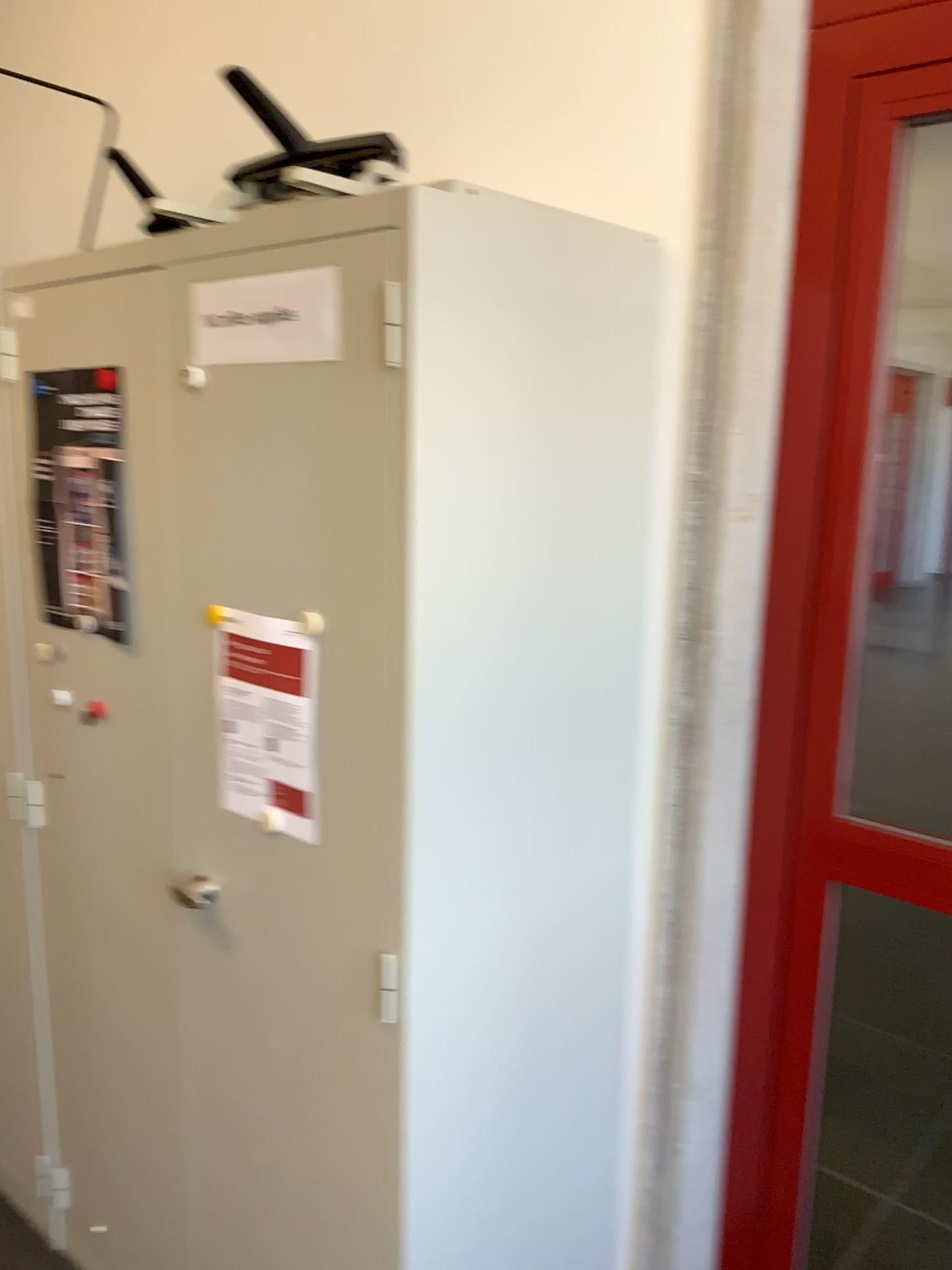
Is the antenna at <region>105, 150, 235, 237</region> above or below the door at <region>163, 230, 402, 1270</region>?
above

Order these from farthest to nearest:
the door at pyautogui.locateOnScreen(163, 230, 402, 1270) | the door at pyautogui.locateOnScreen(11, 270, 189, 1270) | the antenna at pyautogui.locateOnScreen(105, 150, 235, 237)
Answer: the antenna at pyautogui.locateOnScreen(105, 150, 235, 237) < the door at pyautogui.locateOnScreen(11, 270, 189, 1270) < the door at pyautogui.locateOnScreen(163, 230, 402, 1270)

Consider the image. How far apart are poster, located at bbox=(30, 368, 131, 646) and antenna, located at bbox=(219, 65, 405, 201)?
0.3m

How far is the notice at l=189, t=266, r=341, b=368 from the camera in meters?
1.2 m

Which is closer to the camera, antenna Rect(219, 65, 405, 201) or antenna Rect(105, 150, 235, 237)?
antenna Rect(219, 65, 405, 201)

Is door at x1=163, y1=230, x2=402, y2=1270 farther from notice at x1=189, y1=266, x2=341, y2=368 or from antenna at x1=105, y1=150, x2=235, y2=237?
antenna at x1=105, y1=150, x2=235, y2=237

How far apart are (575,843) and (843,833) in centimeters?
38cm

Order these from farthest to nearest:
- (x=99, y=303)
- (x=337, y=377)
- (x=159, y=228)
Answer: (x=159, y=228) < (x=99, y=303) < (x=337, y=377)

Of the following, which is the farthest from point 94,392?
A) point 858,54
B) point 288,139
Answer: point 858,54

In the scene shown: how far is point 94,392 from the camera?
1.6m
